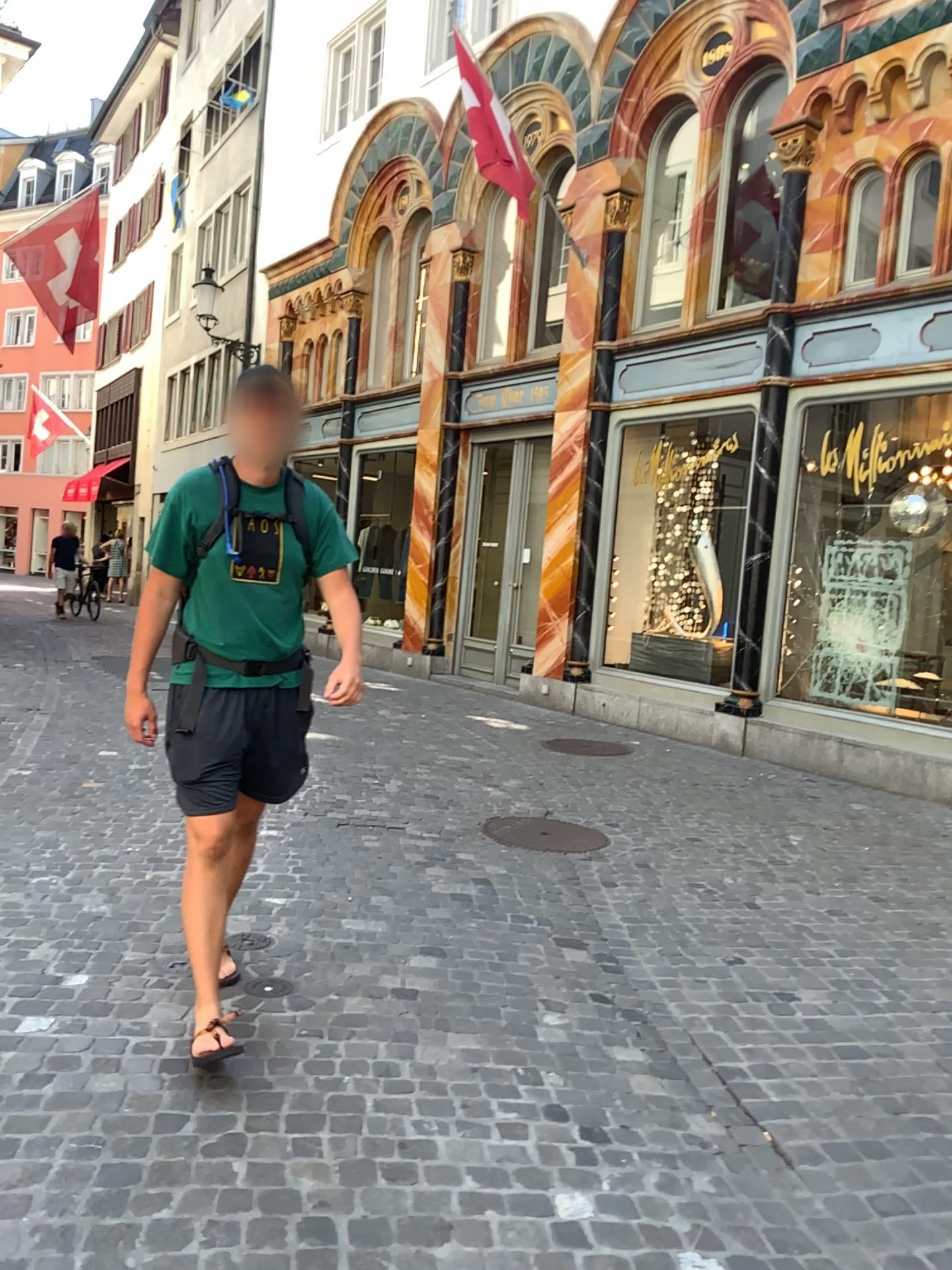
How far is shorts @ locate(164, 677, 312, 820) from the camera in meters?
3.0

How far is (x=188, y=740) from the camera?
3.0m

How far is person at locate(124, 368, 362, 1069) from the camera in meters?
3.0

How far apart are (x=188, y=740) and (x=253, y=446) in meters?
0.8

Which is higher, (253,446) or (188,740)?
(253,446)

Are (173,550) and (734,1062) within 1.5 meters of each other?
no
